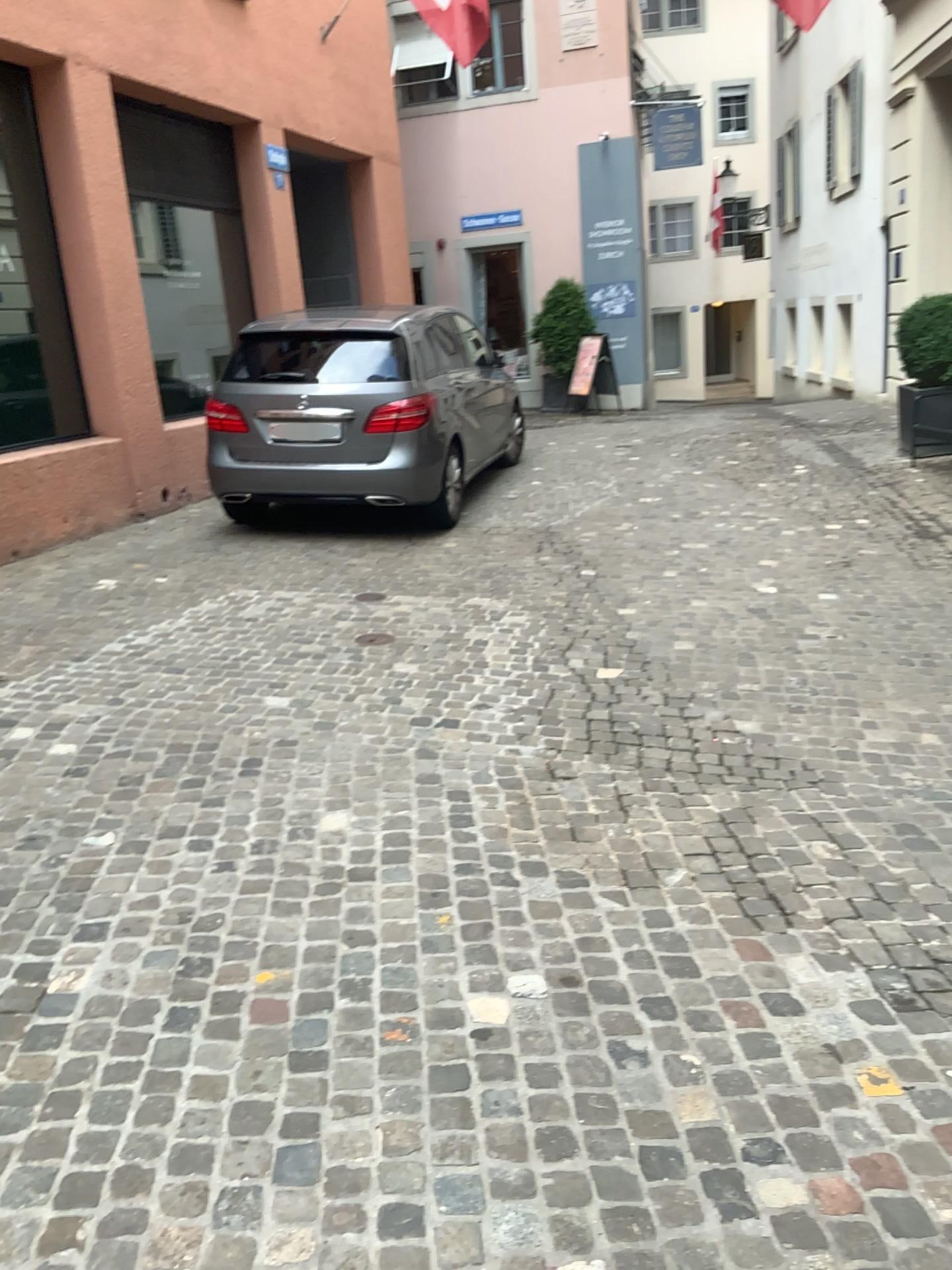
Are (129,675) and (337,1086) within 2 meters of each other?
no
